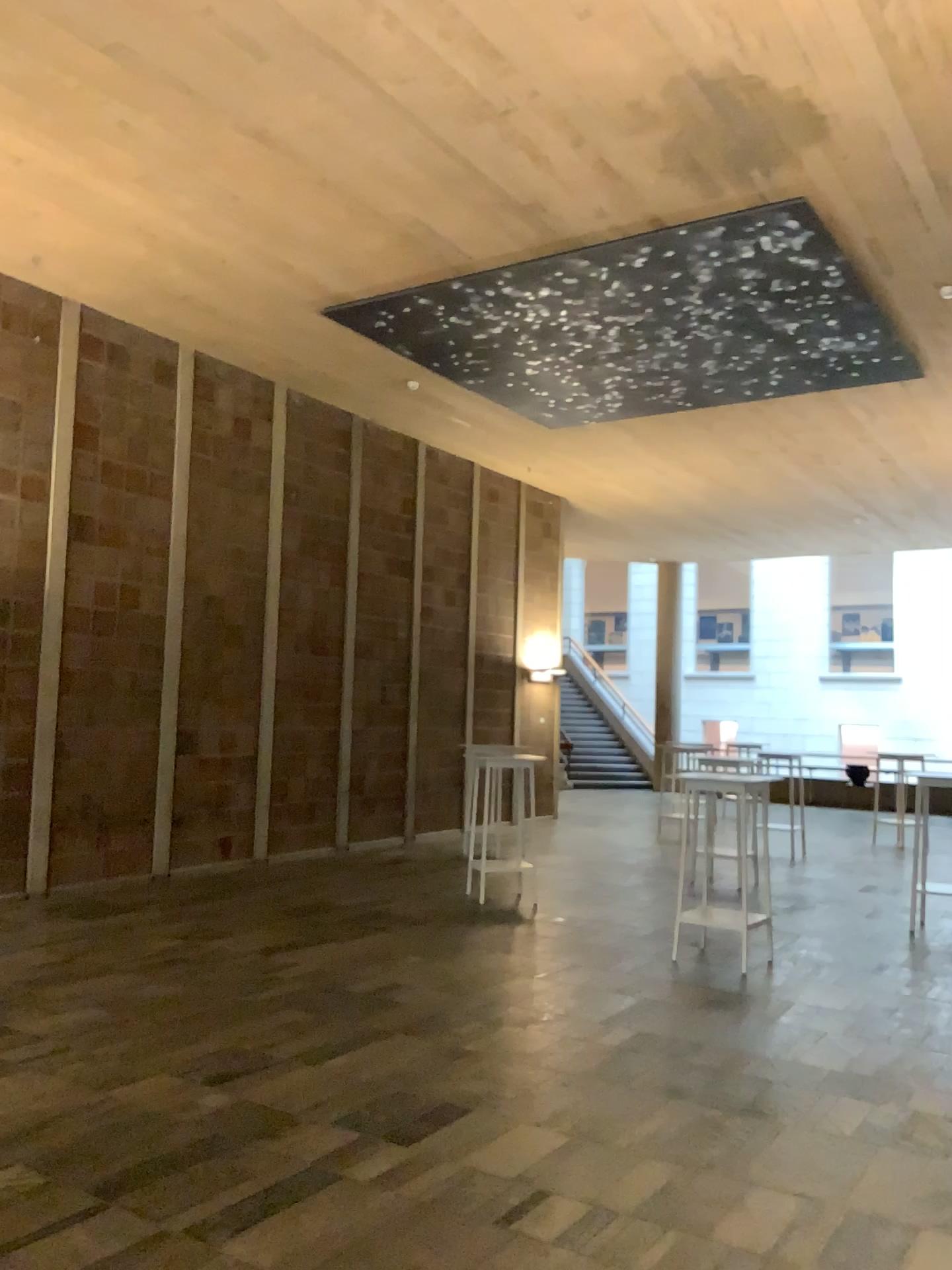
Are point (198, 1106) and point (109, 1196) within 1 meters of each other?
yes
